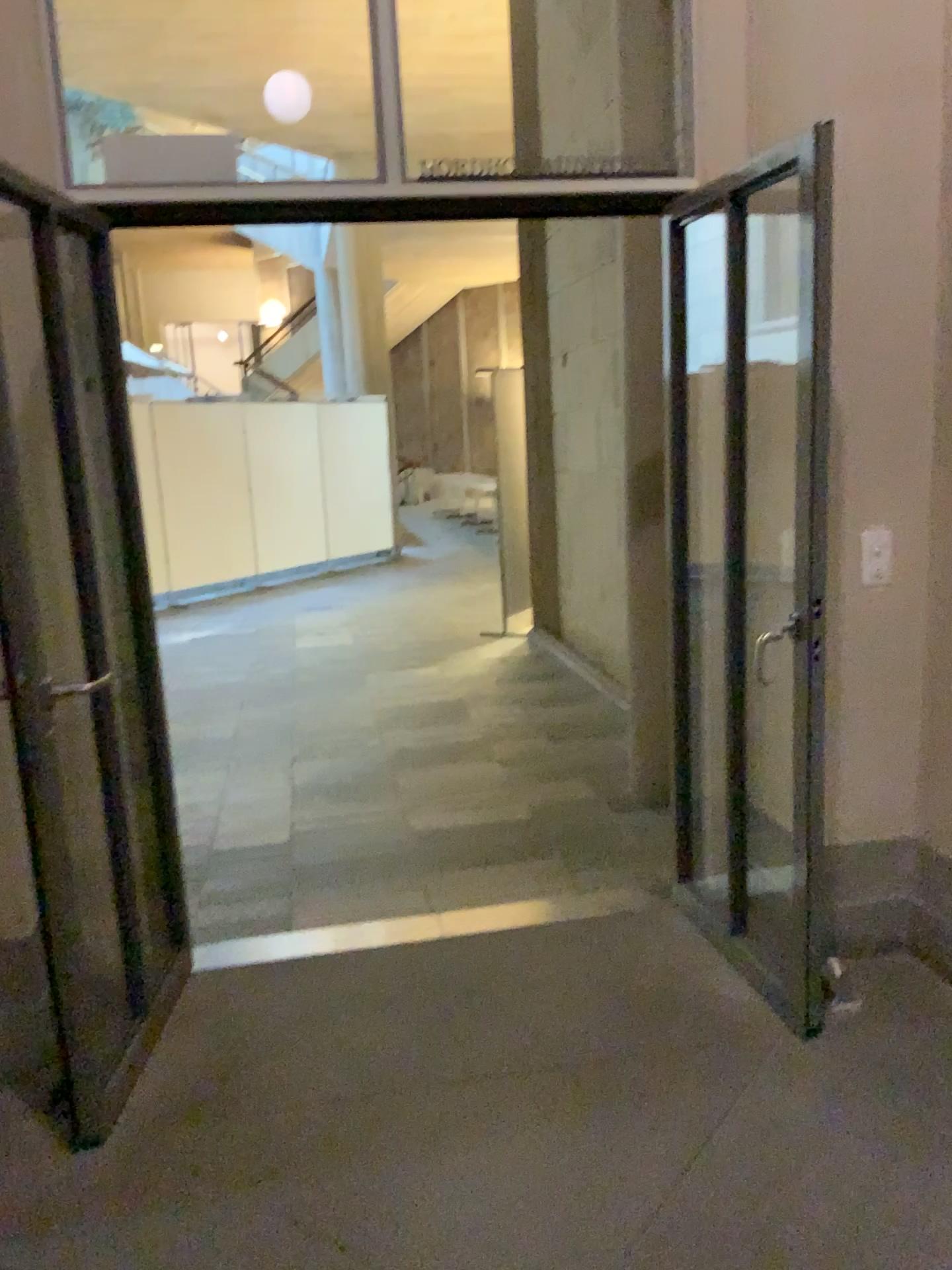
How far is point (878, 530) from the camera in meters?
2.8

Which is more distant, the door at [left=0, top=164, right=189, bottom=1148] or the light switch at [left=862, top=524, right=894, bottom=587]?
the light switch at [left=862, top=524, right=894, bottom=587]

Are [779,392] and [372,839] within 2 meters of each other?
no

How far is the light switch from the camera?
2.79m

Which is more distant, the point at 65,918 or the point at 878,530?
the point at 878,530

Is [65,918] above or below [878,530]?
below
